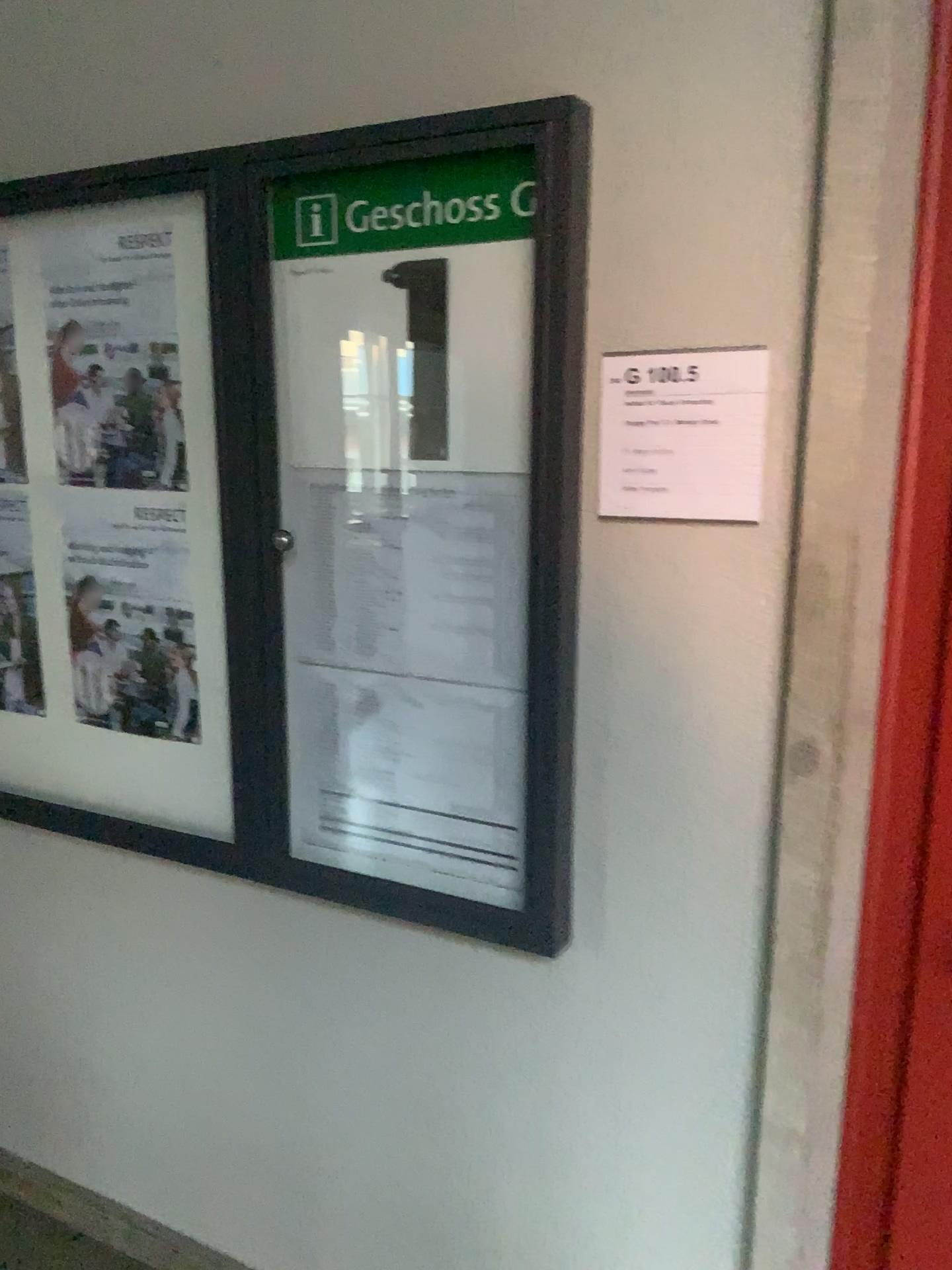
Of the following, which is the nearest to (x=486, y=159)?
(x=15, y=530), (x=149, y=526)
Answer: (x=149, y=526)

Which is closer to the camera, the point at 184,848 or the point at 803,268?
the point at 803,268

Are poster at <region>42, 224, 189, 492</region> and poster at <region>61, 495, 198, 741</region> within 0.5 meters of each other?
yes

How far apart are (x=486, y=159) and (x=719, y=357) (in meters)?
0.41

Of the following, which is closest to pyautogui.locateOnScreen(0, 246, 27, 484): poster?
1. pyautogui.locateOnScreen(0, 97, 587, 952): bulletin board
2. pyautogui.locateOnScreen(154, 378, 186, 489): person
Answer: pyautogui.locateOnScreen(0, 97, 587, 952): bulletin board

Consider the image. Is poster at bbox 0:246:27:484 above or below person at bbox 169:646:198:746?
above

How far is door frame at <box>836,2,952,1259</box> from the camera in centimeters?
125cm

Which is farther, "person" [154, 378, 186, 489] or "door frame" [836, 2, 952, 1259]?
"person" [154, 378, 186, 489]

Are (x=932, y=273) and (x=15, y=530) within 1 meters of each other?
no

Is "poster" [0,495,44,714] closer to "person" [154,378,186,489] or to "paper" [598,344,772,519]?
"person" [154,378,186,489]
